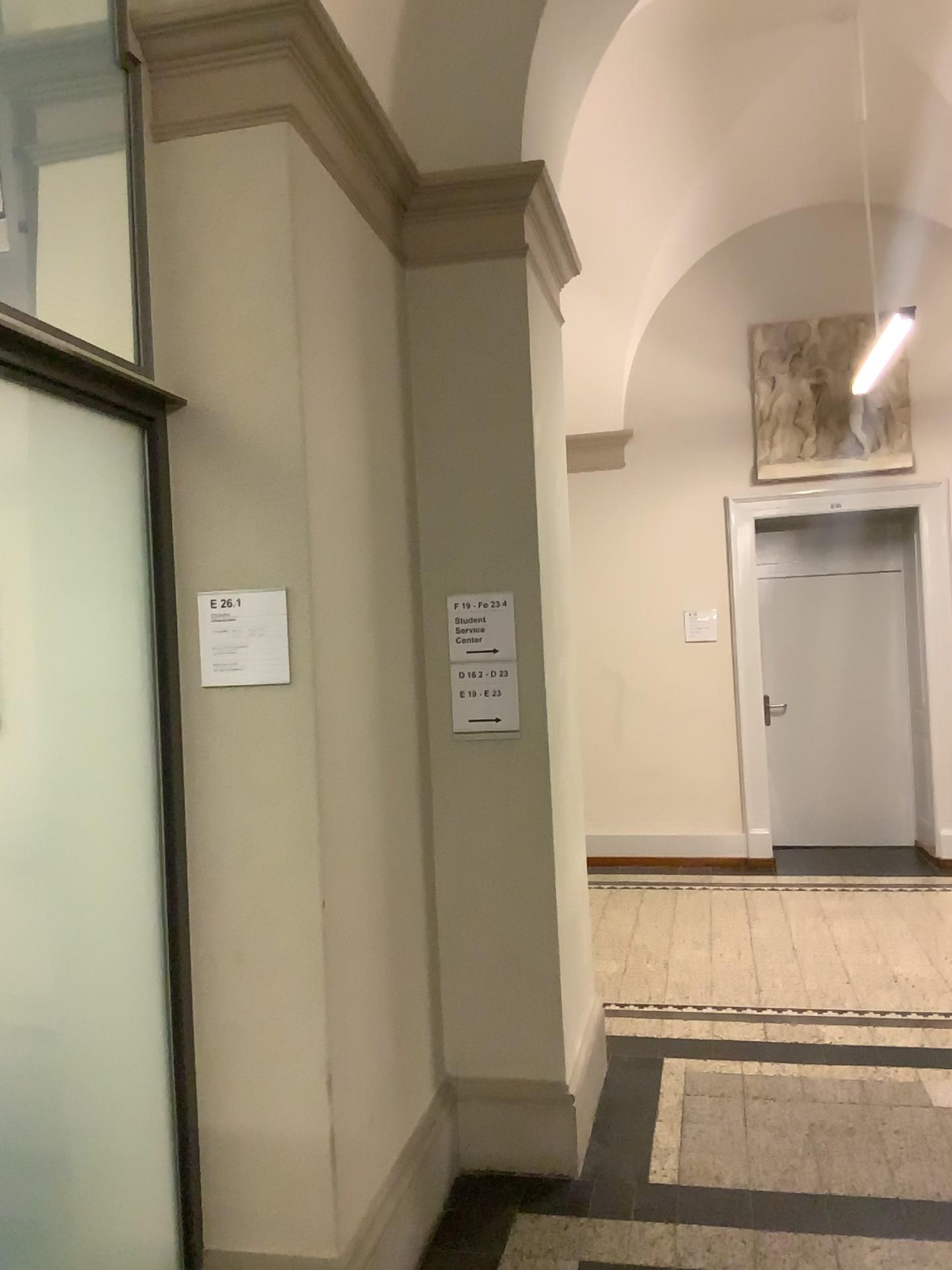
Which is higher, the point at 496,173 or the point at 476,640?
the point at 496,173

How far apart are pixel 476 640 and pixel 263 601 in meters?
1.0

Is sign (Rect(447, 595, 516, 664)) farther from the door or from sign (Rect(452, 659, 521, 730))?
the door

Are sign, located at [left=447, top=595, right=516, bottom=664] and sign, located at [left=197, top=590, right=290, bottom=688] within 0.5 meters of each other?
no

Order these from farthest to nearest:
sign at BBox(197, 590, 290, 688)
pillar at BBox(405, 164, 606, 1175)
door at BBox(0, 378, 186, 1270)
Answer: pillar at BBox(405, 164, 606, 1175), sign at BBox(197, 590, 290, 688), door at BBox(0, 378, 186, 1270)

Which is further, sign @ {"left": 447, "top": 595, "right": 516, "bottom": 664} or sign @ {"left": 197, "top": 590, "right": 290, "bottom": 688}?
sign @ {"left": 447, "top": 595, "right": 516, "bottom": 664}

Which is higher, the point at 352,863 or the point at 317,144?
the point at 317,144

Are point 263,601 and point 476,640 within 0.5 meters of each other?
no

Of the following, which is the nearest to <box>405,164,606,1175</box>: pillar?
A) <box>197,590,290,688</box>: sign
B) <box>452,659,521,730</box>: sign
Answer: <box>452,659,521,730</box>: sign

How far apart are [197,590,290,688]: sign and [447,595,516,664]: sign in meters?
1.0 m
